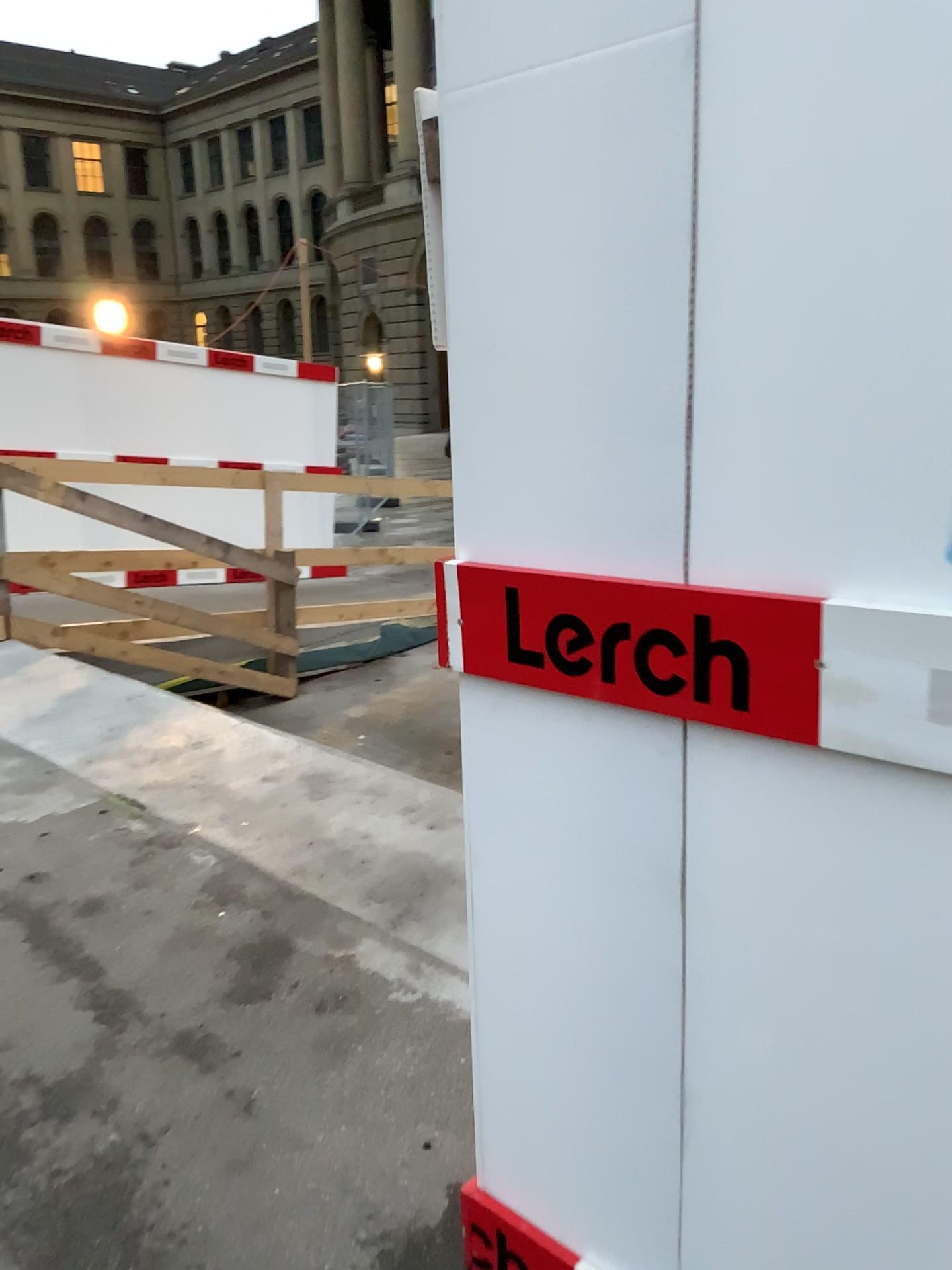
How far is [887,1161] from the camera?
1.09m
